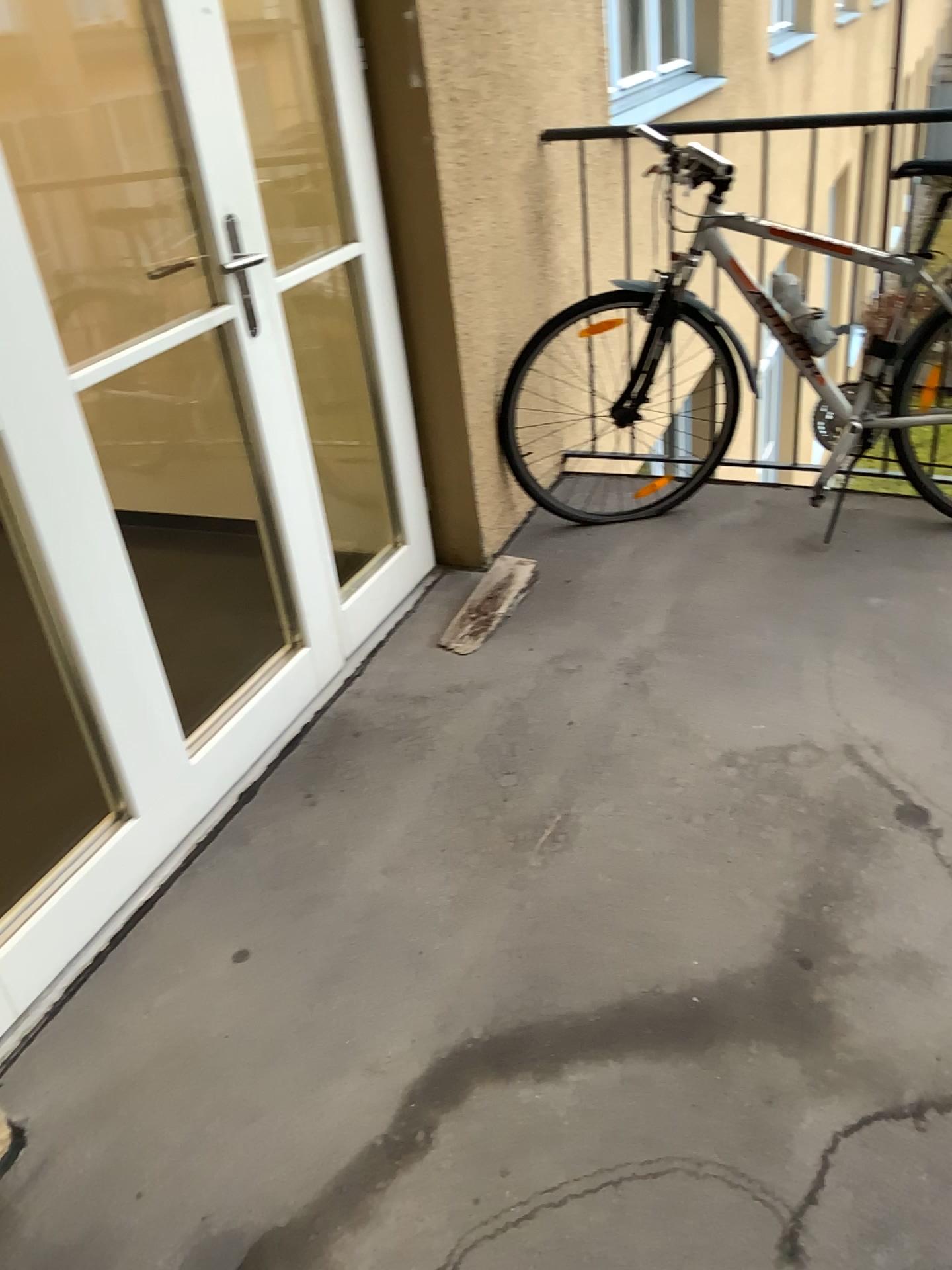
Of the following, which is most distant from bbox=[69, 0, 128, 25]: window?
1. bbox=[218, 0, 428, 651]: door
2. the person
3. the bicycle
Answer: the person

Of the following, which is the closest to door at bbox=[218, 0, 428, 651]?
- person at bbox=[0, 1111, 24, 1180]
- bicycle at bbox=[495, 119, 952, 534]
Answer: bicycle at bbox=[495, 119, 952, 534]

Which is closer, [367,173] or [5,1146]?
[5,1146]

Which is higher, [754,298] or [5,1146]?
[754,298]

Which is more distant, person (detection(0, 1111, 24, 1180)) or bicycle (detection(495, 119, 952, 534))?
bicycle (detection(495, 119, 952, 534))

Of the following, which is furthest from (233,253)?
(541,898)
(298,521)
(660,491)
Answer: (660,491)

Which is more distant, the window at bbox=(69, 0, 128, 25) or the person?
the window at bbox=(69, 0, 128, 25)

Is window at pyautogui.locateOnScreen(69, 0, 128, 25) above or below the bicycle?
above

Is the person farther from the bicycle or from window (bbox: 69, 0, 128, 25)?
window (bbox: 69, 0, 128, 25)

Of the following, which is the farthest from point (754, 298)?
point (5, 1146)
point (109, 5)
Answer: point (5, 1146)
